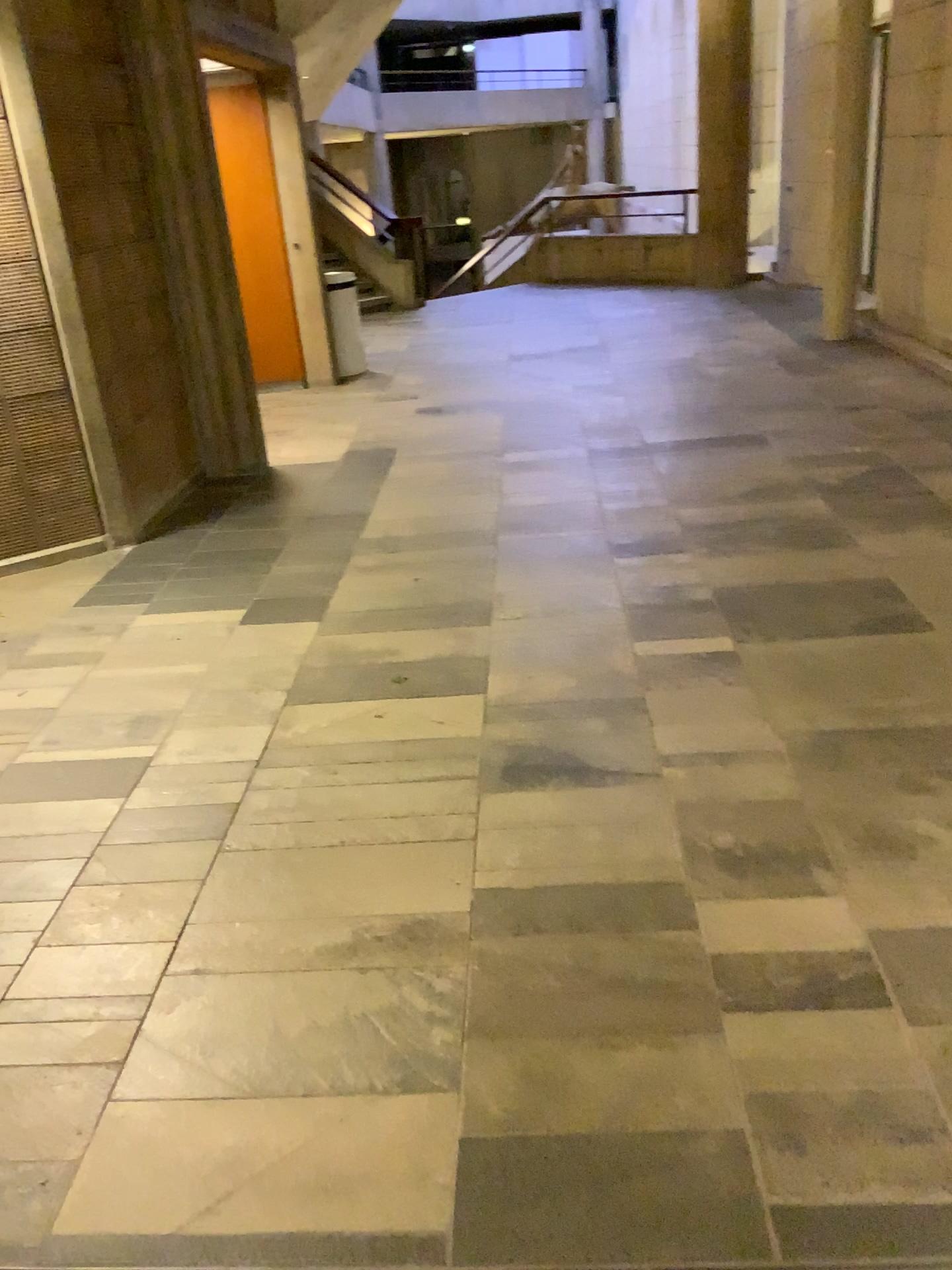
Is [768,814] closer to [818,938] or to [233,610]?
[818,938]
